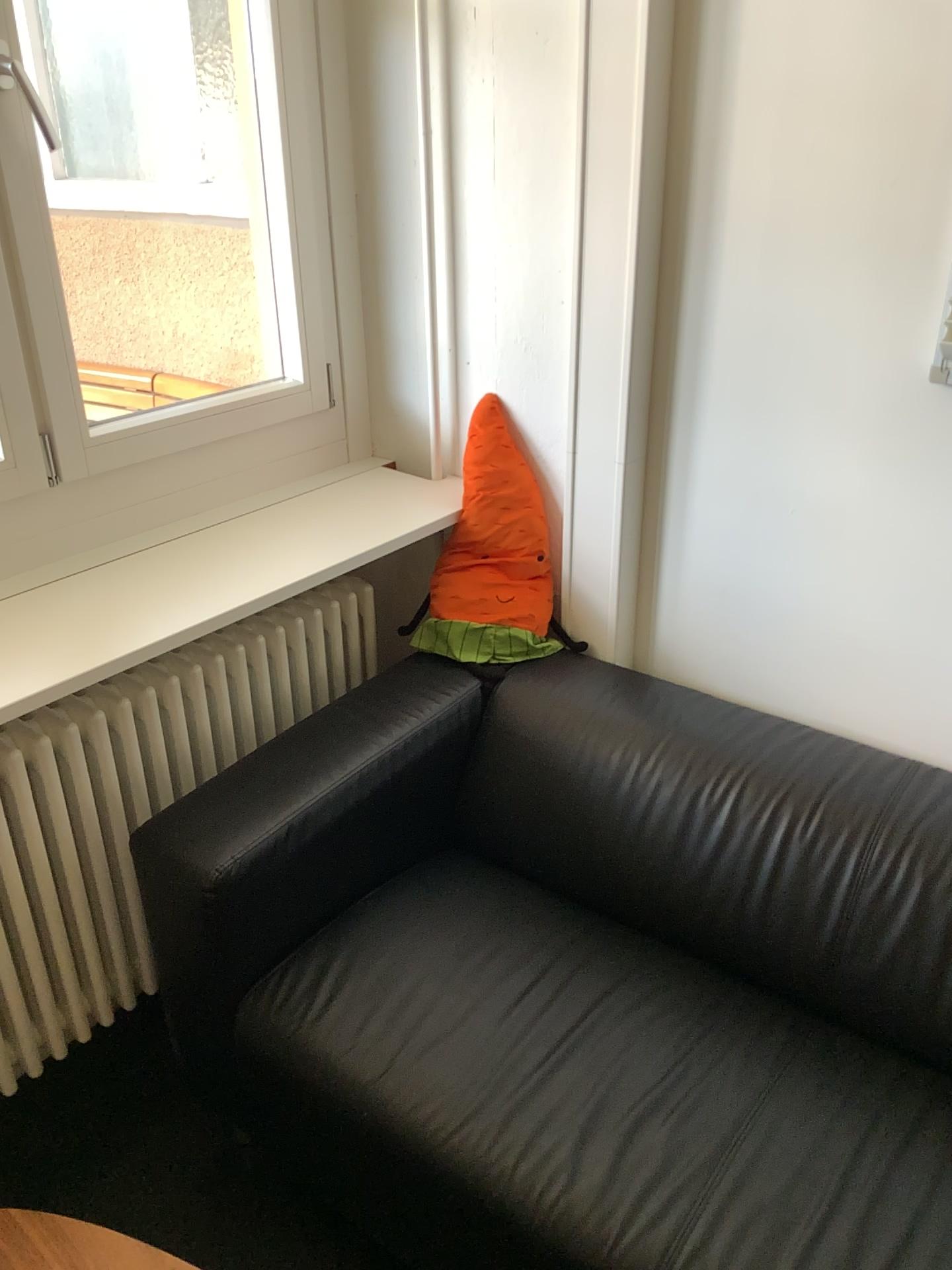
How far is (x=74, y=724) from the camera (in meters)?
1.62

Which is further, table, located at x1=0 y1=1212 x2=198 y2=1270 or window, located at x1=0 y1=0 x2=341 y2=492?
window, located at x1=0 y1=0 x2=341 y2=492

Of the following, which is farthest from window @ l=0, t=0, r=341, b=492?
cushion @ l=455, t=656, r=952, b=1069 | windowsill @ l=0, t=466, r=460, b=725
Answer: cushion @ l=455, t=656, r=952, b=1069

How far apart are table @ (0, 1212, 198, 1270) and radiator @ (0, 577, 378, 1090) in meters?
0.5

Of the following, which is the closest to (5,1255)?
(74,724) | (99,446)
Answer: (74,724)

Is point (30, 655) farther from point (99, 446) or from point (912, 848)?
point (912, 848)

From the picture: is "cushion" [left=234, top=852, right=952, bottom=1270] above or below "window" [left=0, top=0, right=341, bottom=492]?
below

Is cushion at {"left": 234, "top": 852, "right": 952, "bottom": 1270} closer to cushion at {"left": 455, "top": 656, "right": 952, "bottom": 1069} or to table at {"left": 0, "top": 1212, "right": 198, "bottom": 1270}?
cushion at {"left": 455, "top": 656, "right": 952, "bottom": 1069}

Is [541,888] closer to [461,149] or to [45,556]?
[45,556]

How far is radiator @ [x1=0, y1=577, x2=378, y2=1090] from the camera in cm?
162
